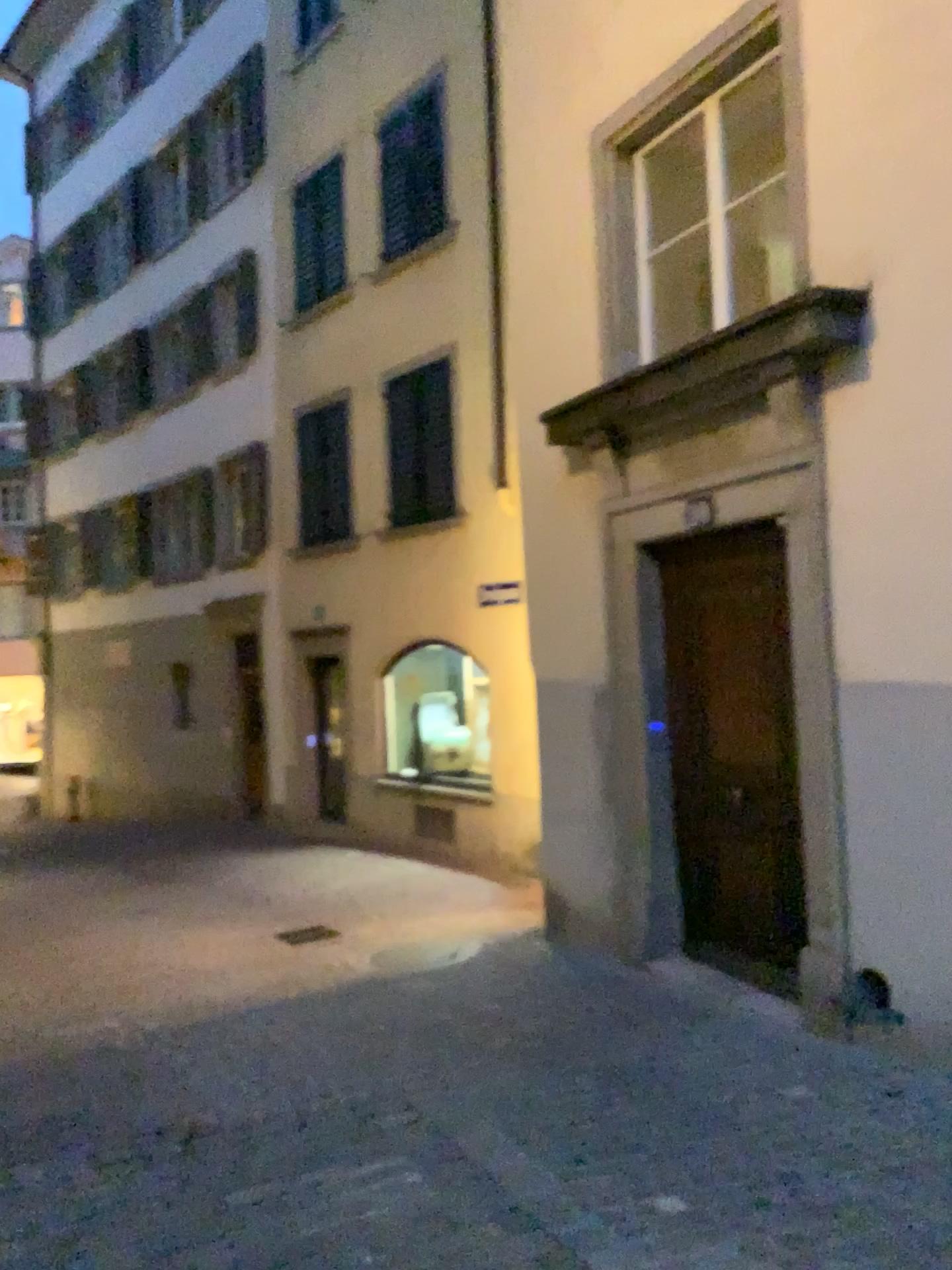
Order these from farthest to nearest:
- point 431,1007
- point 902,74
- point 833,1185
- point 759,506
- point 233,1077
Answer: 1. point 431,1007
2. point 759,506
3. point 233,1077
4. point 902,74
5. point 833,1185
